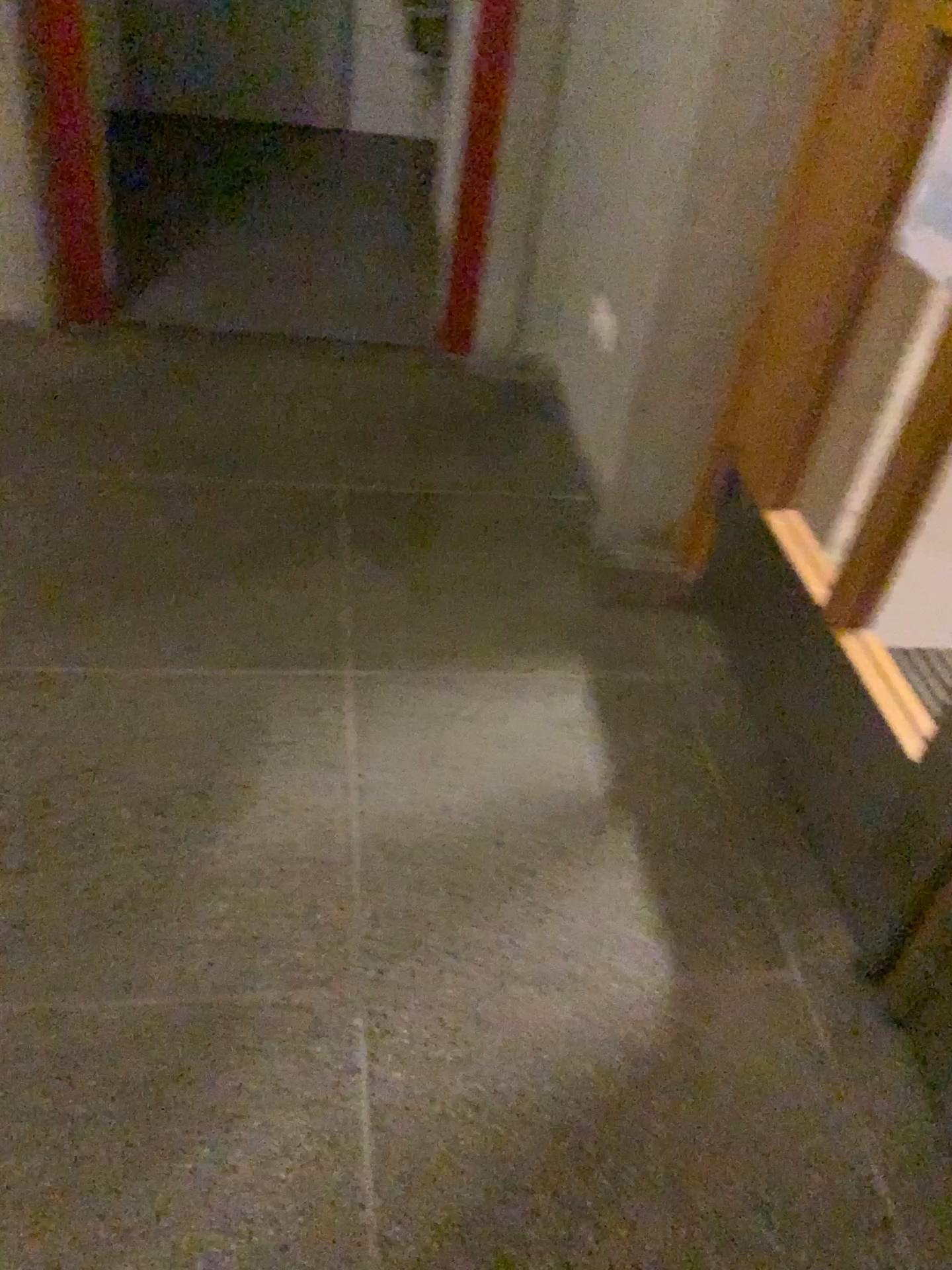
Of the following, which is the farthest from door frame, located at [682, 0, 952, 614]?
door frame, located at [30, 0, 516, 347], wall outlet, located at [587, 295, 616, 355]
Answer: door frame, located at [30, 0, 516, 347]

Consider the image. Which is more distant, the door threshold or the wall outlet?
the wall outlet

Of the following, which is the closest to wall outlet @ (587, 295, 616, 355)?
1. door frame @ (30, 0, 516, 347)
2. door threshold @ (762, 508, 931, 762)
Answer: door frame @ (30, 0, 516, 347)

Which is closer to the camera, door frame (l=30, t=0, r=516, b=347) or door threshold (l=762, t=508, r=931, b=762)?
door threshold (l=762, t=508, r=931, b=762)

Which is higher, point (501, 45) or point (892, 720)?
point (501, 45)

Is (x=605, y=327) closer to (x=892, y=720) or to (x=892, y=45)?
(x=892, y=45)

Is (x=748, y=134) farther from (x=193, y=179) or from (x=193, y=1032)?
(x=193, y=179)

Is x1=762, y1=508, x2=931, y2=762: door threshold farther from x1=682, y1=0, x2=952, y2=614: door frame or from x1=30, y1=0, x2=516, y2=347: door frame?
x1=30, y1=0, x2=516, y2=347: door frame

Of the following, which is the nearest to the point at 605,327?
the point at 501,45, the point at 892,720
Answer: the point at 501,45

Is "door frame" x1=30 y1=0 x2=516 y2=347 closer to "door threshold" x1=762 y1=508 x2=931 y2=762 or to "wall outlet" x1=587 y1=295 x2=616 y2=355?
"wall outlet" x1=587 y1=295 x2=616 y2=355
